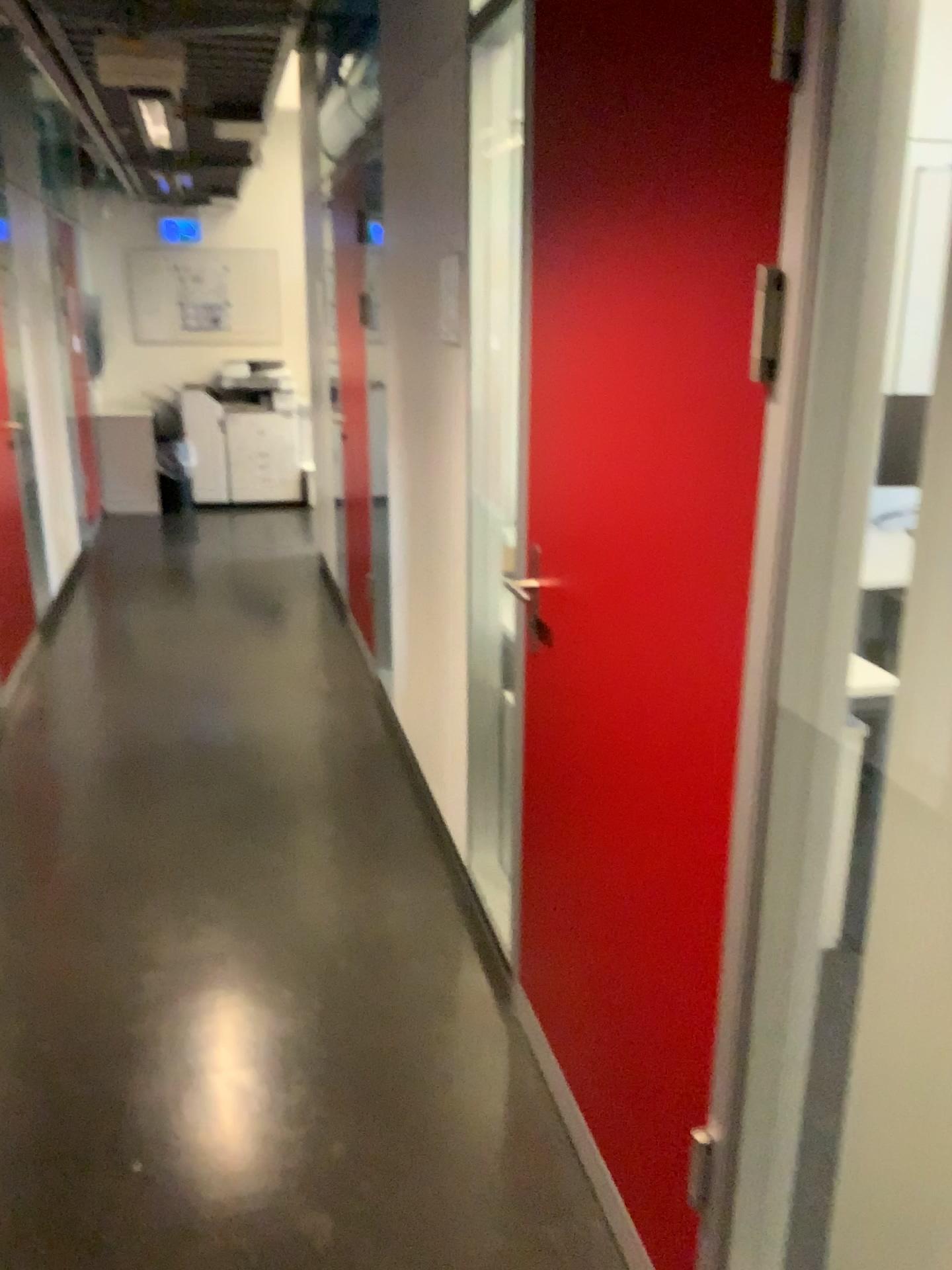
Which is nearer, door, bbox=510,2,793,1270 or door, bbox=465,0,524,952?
door, bbox=510,2,793,1270

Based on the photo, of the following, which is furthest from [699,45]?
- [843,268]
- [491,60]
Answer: [491,60]

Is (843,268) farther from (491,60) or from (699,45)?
(491,60)

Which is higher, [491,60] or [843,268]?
[491,60]

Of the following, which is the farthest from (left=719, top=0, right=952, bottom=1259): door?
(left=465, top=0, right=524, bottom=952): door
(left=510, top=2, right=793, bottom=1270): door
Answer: (left=465, top=0, right=524, bottom=952): door

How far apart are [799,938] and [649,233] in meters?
1.0 m

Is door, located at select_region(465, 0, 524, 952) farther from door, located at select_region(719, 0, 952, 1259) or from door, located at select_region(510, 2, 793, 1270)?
door, located at select_region(719, 0, 952, 1259)

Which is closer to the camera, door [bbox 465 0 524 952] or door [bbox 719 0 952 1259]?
door [bbox 719 0 952 1259]
